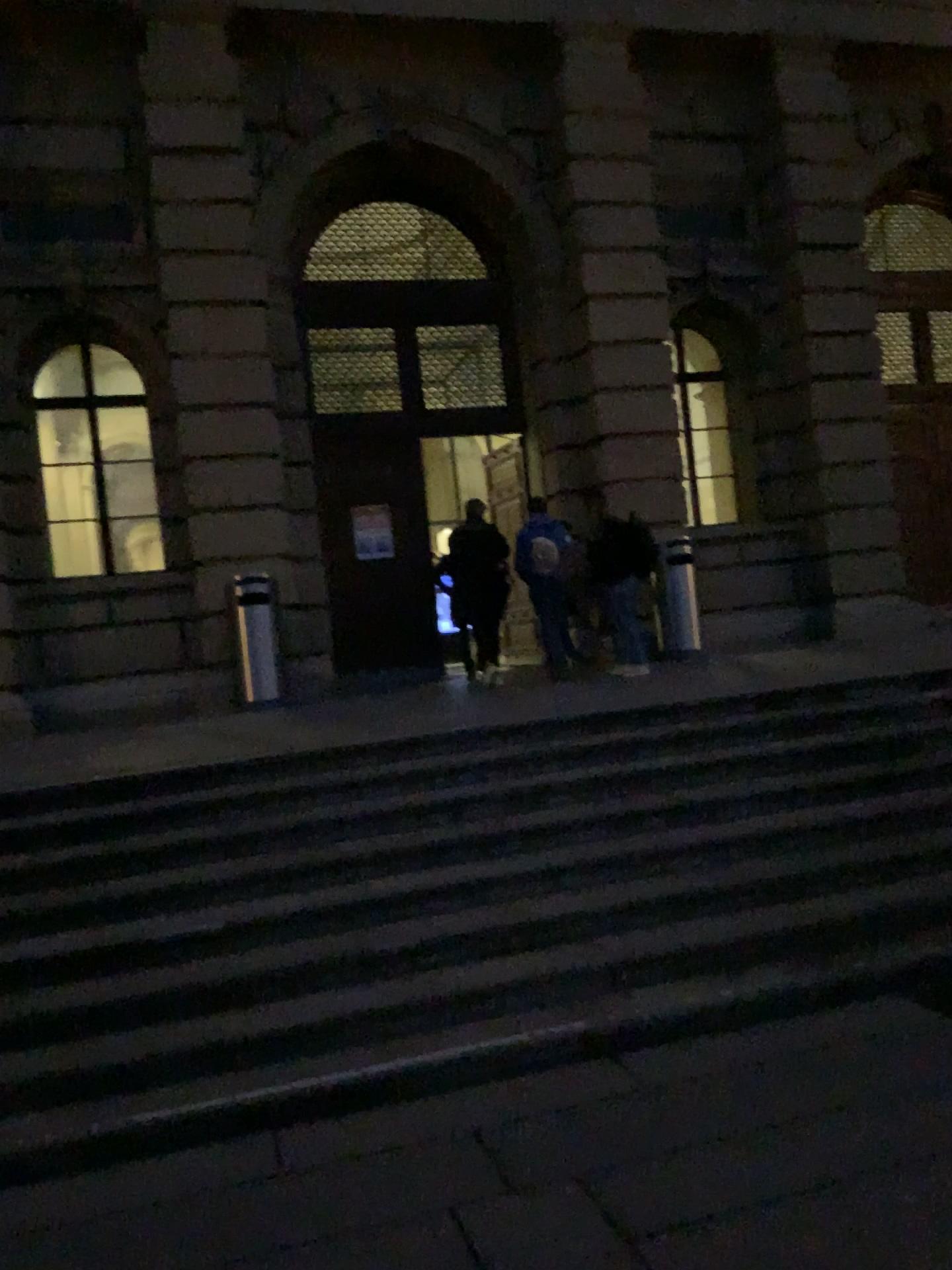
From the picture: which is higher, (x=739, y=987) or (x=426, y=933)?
(x=426, y=933)
